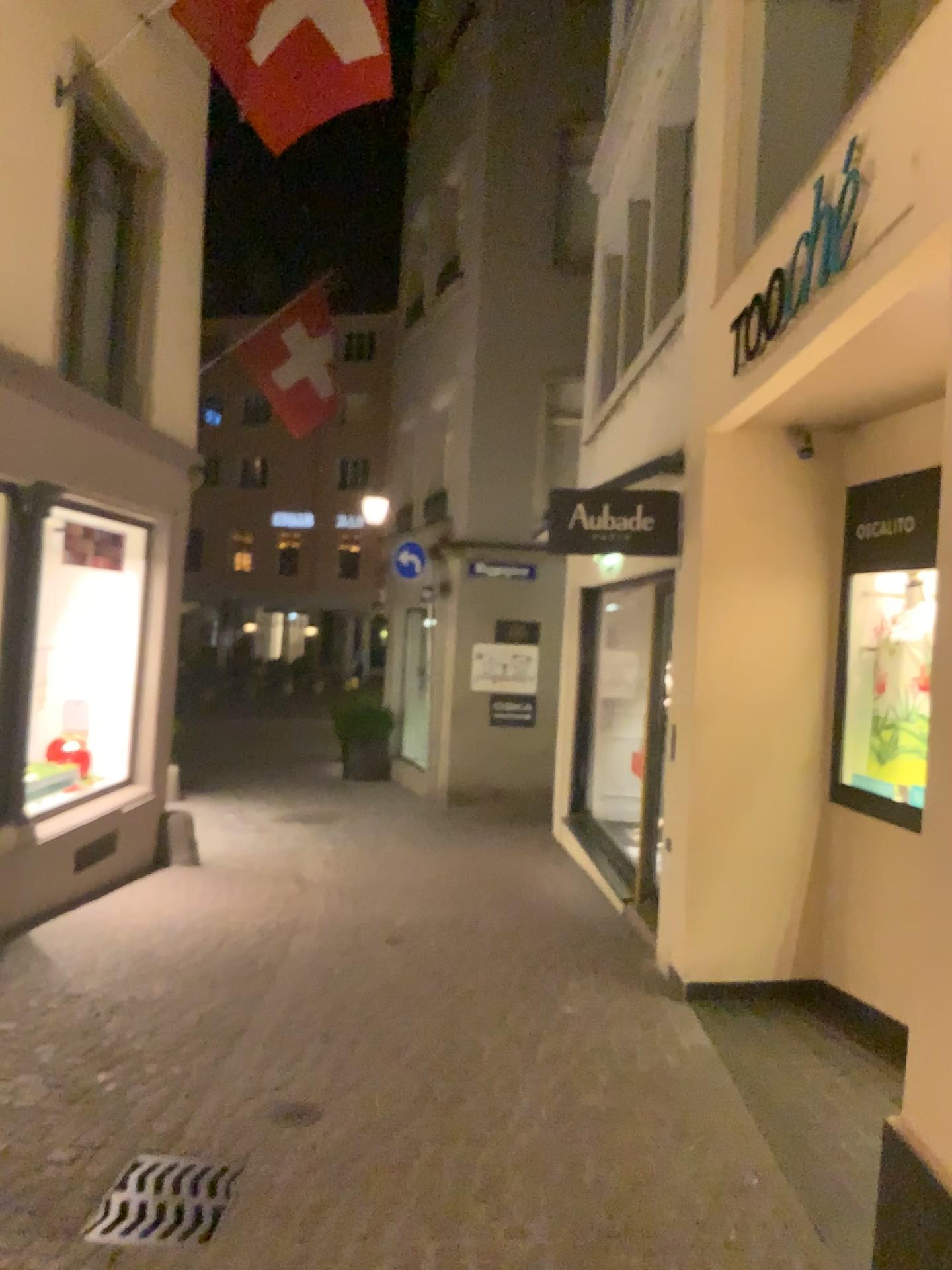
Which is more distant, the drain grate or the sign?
the sign

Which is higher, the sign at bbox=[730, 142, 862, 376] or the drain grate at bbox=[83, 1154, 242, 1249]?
the sign at bbox=[730, 142, 862, 376]

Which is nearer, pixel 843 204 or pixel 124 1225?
pixel 124 1225

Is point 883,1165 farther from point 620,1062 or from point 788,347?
point 788,347

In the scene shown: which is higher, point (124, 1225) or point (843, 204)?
point (843, 204)
